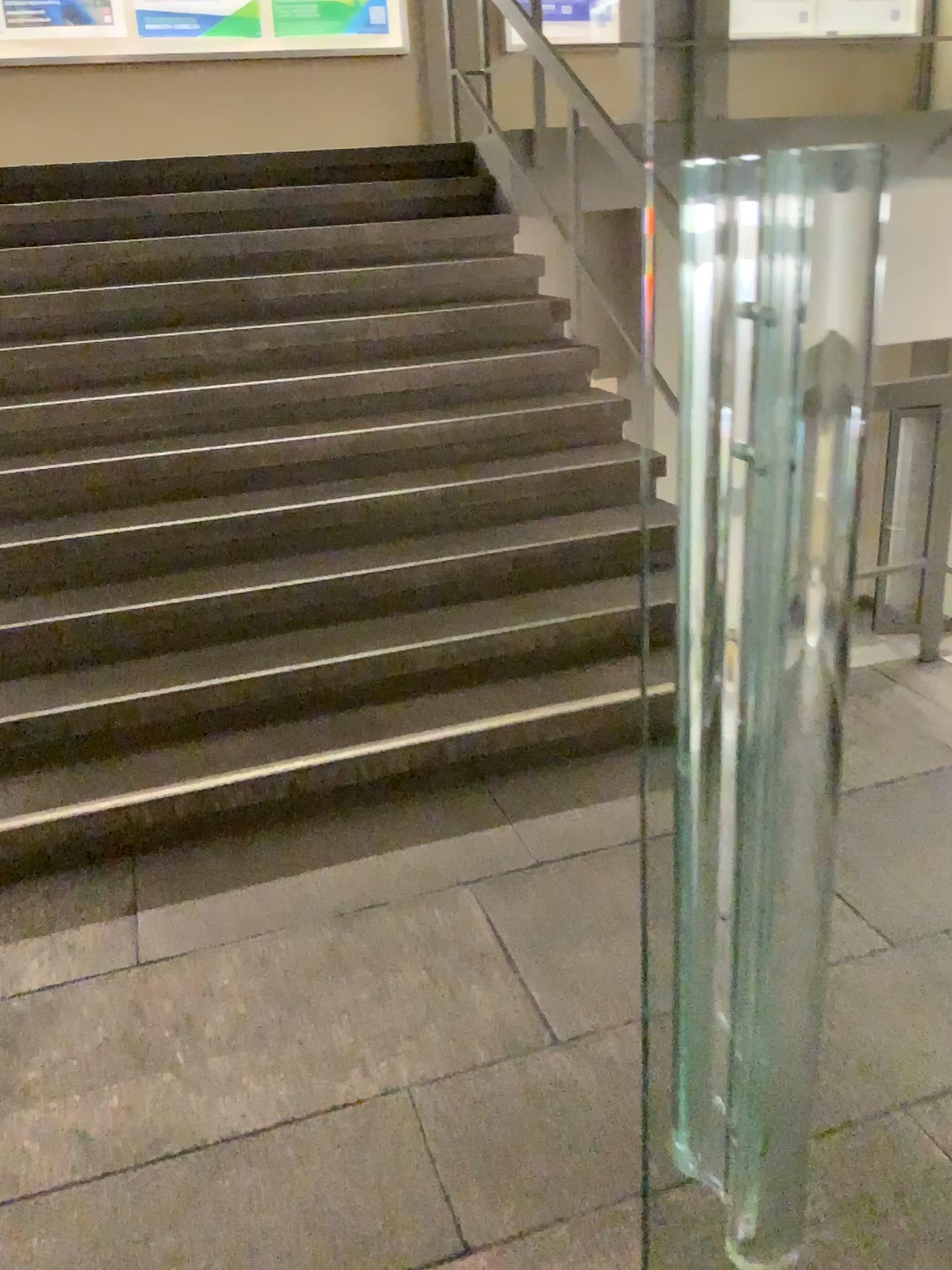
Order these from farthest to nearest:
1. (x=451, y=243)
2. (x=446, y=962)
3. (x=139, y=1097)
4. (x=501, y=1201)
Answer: (x=451, y=243) → (x=446, y=962) → (x=139, y=1097) → (x=501, y=1201)
